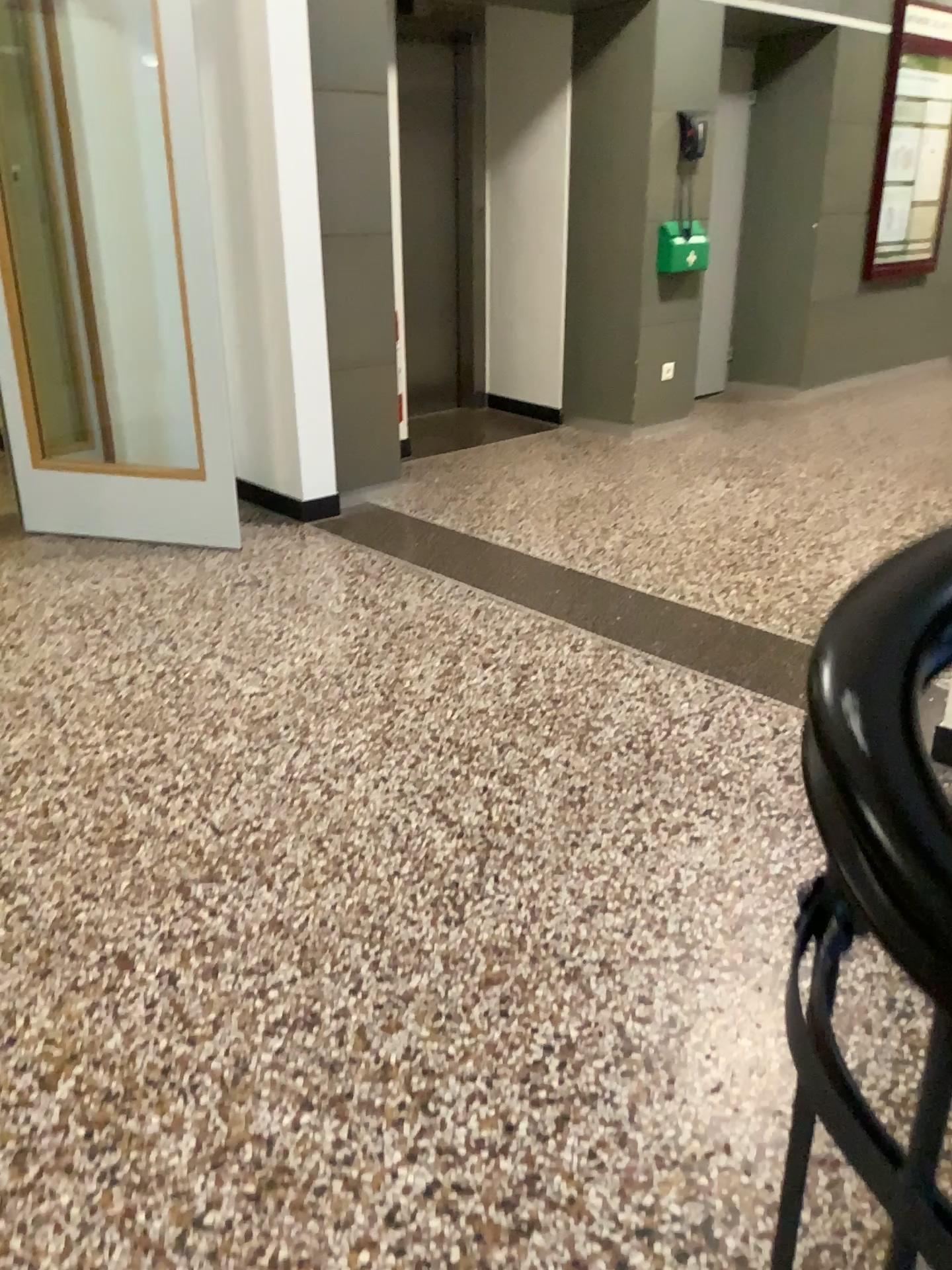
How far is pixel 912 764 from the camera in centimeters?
48cm

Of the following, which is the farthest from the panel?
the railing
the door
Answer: the railing

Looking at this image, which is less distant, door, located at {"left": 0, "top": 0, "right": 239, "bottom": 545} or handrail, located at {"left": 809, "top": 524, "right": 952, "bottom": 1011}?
handrail, located at {"left": 809, "top": 524, "right": 952, "bottom": 1011}

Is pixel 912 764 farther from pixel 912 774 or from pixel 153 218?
pixel 153 218

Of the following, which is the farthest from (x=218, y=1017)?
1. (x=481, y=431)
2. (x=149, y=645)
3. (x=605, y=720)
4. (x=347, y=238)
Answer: (x=481, y=431)

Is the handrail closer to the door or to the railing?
the railing

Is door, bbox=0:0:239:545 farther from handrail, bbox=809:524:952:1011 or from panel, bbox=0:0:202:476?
handrail, bbox=809:524:952:1011

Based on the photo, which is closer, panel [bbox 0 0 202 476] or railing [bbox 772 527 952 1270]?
railing [bbox 772 527 952 1270]

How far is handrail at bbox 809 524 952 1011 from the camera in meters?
0.5 m

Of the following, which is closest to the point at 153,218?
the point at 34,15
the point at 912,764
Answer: the point at 34,15
